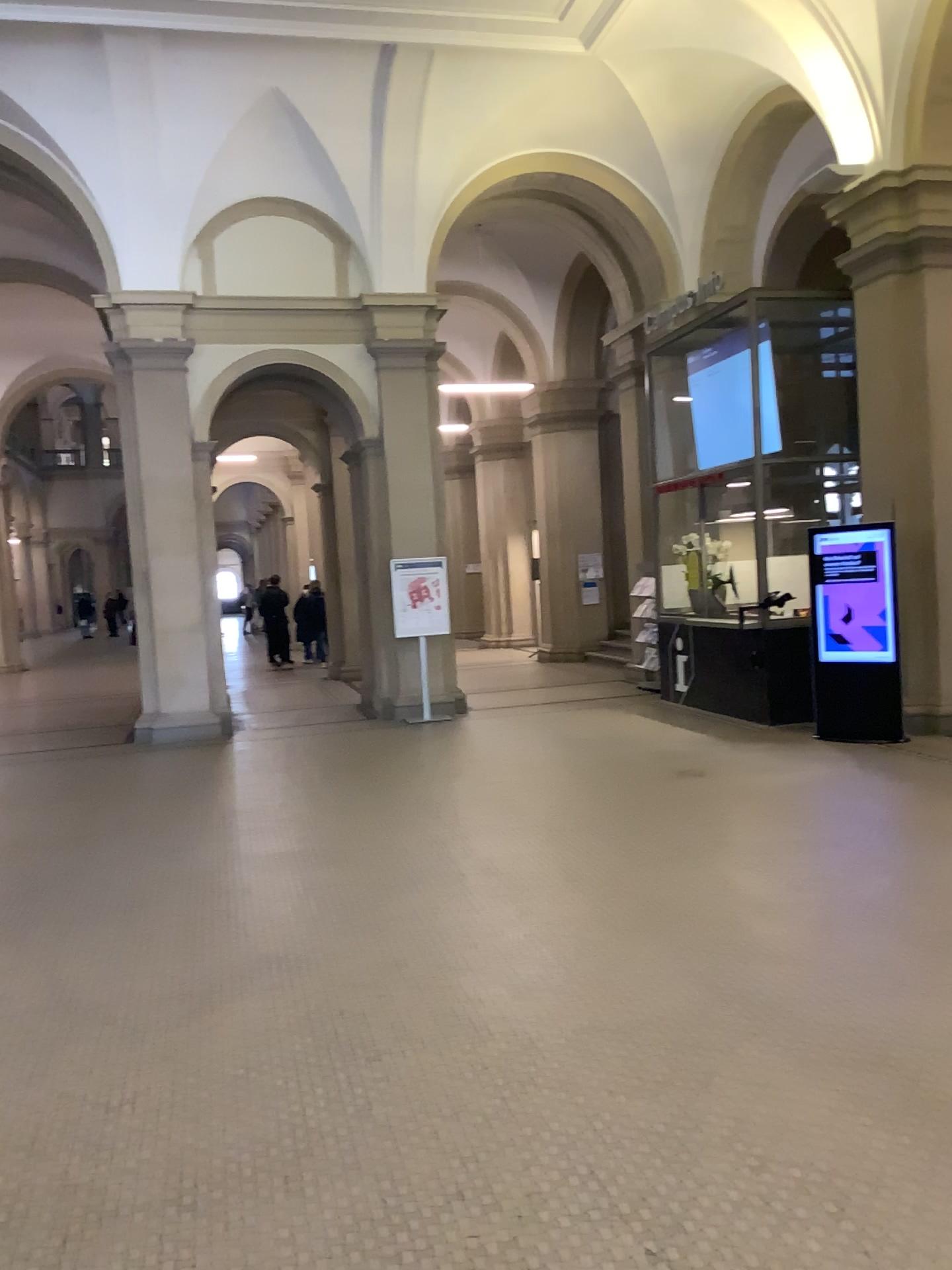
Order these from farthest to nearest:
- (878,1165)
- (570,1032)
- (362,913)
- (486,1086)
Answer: (362,913)
(570,1032)
(486,1086)
(878,1165)
